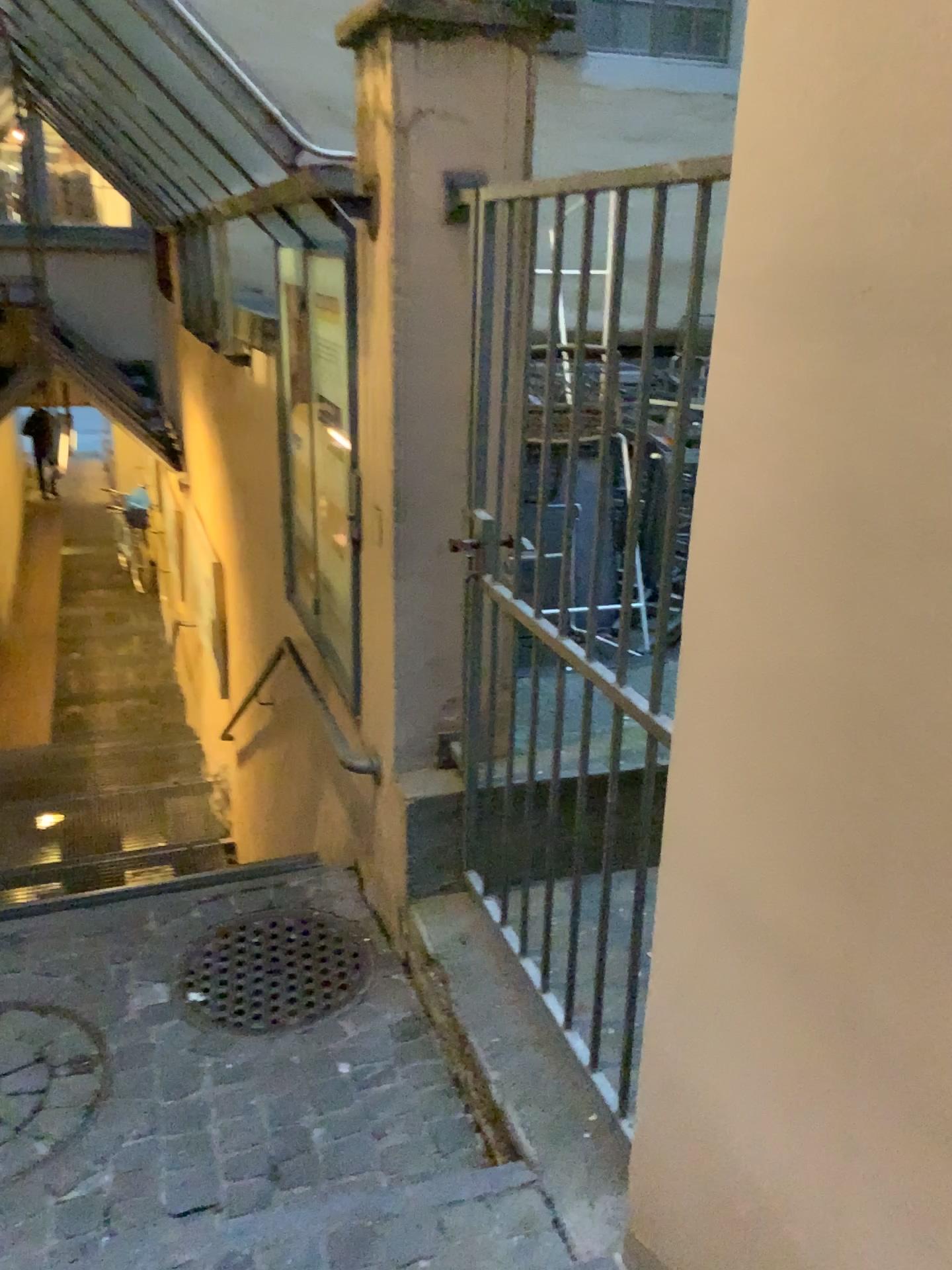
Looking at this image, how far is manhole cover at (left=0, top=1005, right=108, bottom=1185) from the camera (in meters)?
2.24

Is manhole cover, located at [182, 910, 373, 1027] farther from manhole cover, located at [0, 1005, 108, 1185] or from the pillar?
the pillar

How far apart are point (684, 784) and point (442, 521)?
1.3m

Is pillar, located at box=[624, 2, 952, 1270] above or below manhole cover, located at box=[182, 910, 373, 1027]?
above

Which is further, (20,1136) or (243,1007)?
(243,1007)

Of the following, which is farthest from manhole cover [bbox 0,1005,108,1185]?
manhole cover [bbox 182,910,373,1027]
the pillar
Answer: the pillar

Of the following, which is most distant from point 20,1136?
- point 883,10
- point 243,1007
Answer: point 883,10

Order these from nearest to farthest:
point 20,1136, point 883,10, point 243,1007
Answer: point 883,10, point 20,1136, point 243,1007

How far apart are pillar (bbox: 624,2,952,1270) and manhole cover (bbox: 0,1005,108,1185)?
1.46m

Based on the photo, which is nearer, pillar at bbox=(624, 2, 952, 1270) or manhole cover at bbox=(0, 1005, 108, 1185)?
pillar at bbox=(624, 2, 952, 1270)
